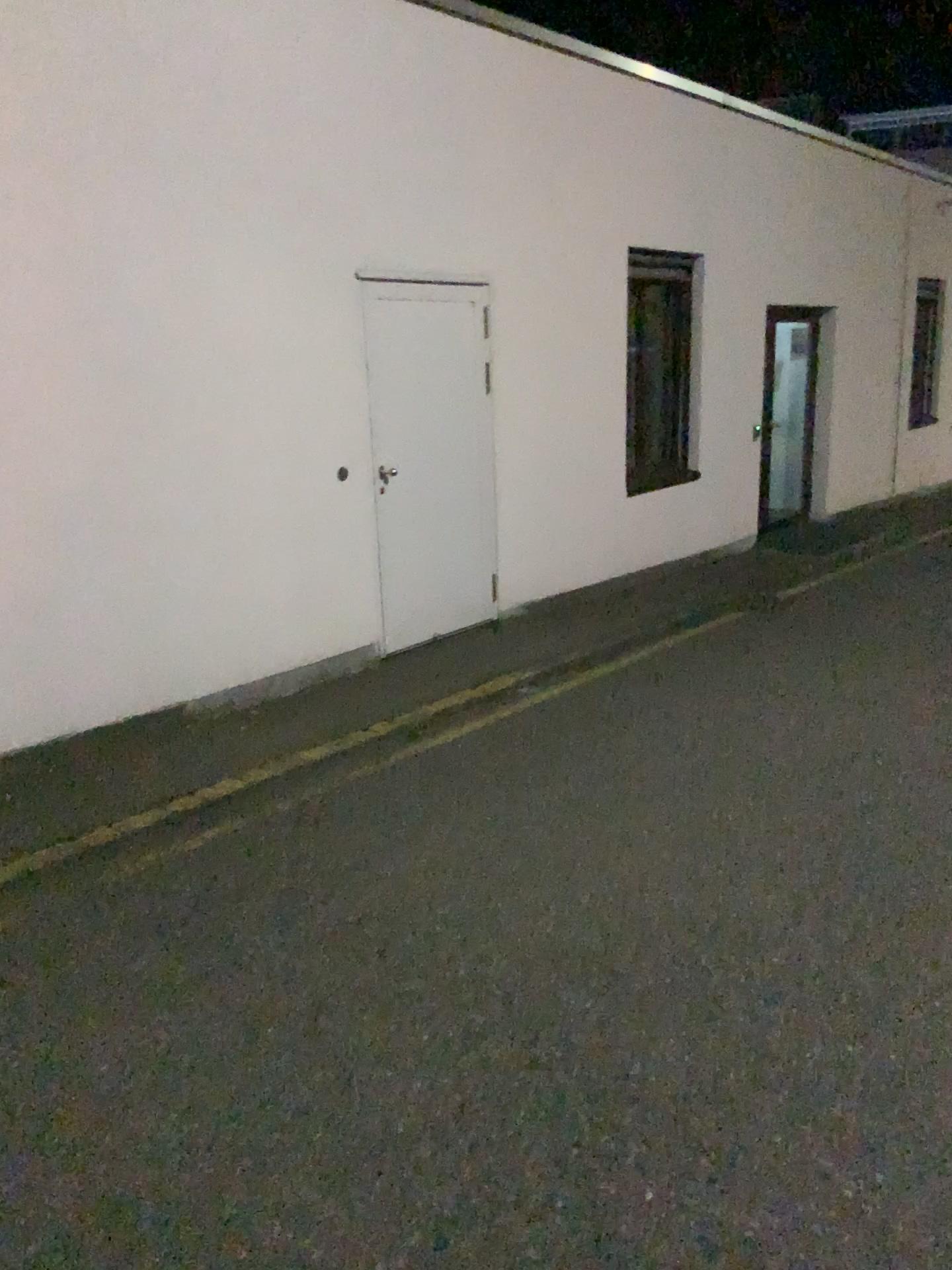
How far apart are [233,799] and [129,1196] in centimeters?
221cm
